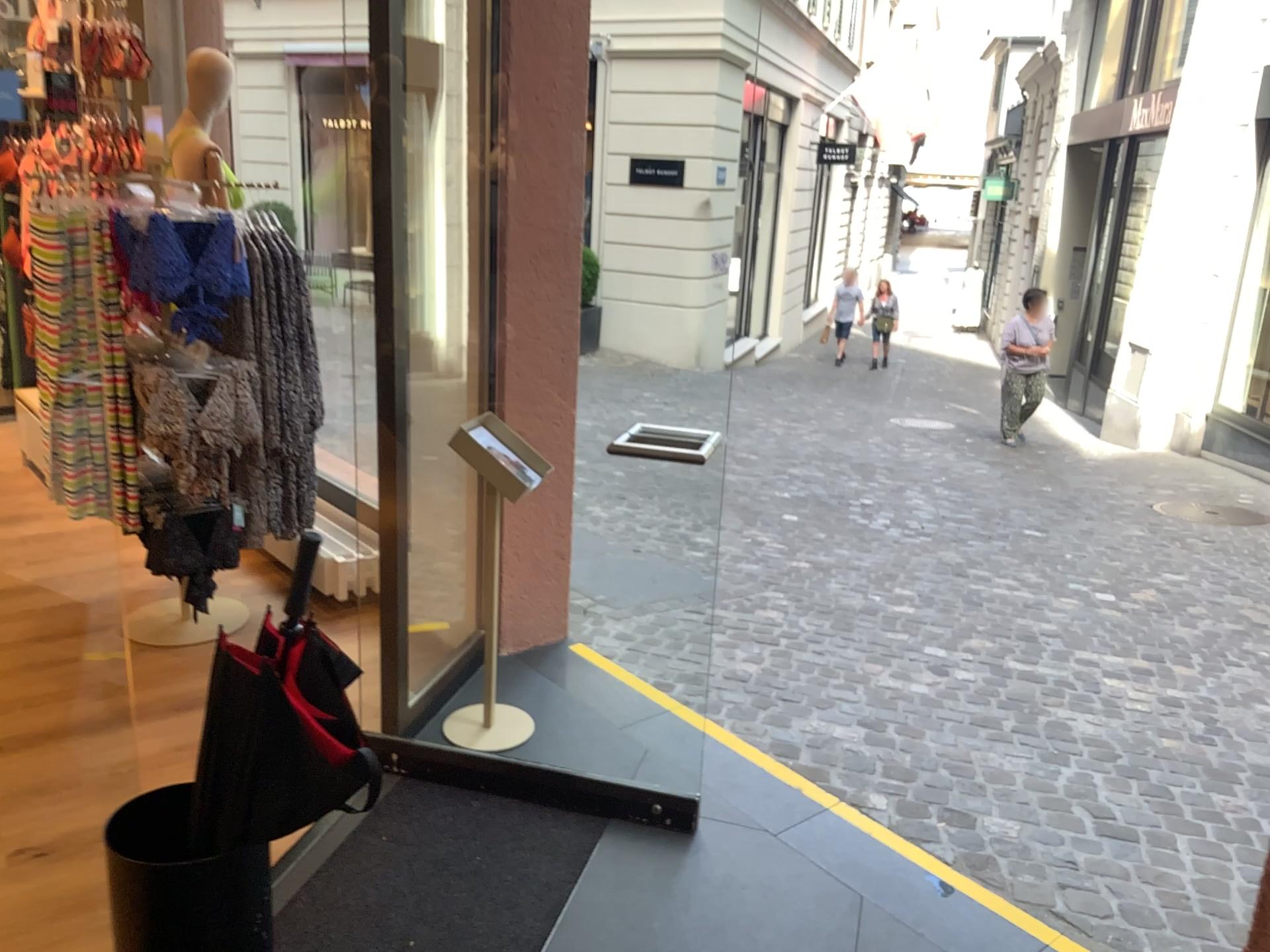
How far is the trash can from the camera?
1.6 meters

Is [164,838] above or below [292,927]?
above

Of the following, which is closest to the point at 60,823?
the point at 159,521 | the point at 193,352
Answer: the point at 159,521

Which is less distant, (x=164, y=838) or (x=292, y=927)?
(x=164, y=838)

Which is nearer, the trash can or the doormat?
the trash can

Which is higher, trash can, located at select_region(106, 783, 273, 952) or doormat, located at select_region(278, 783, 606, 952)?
trash can, located at select_region(106, 783, 273, 952)

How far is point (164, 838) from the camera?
1.64m
